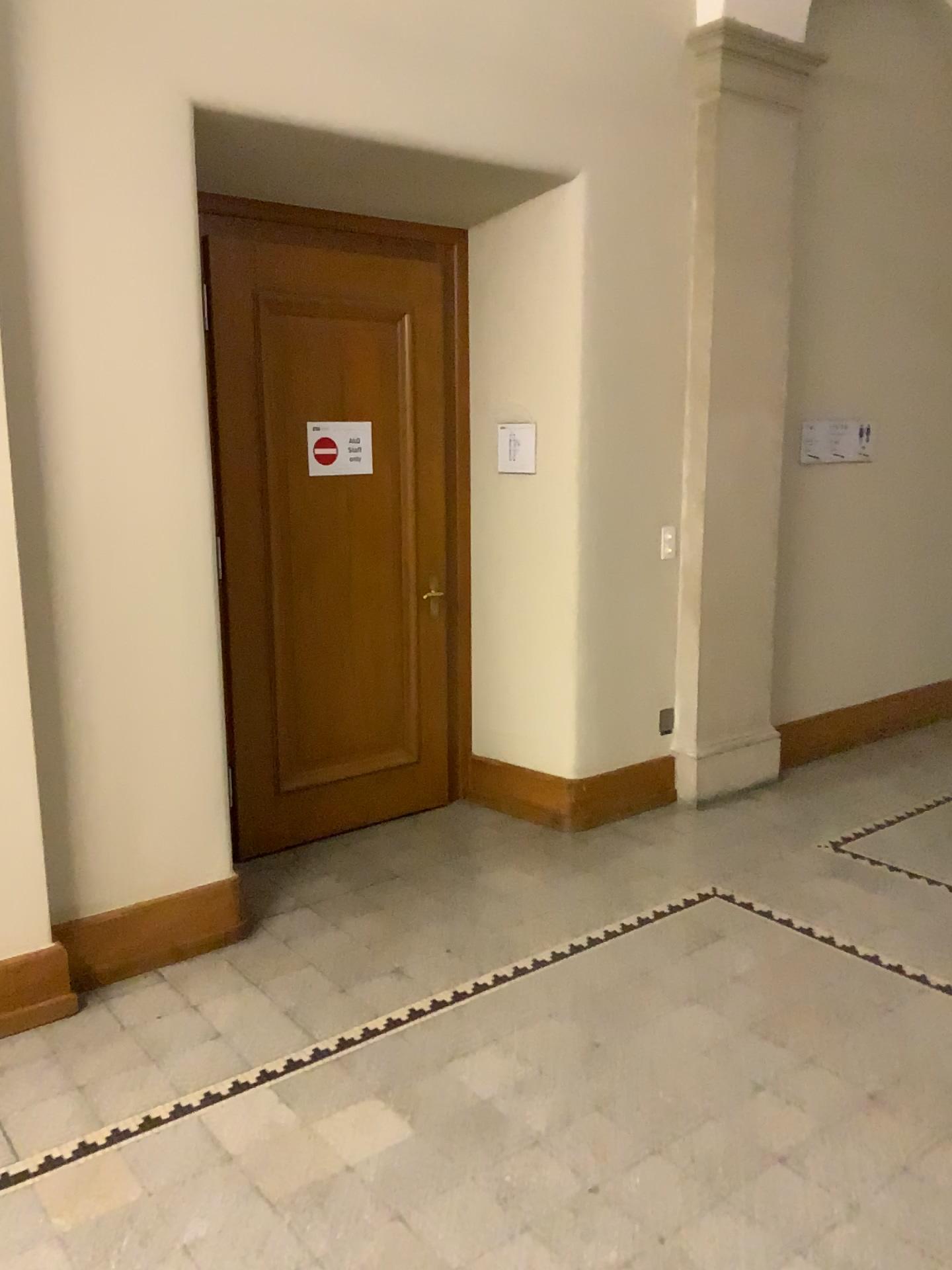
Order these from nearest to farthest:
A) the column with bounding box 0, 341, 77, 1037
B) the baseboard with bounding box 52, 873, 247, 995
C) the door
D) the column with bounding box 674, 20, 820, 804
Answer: the column with bounding box 0, 341, 77, 1037 < the baseboard with bounding box 52, 873, 247, 995 < the door < the column with bounding box 674, 20, 820, 804

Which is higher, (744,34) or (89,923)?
(744,34)

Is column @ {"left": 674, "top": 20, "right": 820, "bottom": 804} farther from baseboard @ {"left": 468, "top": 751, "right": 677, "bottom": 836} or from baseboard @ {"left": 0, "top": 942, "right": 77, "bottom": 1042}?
baseboard @ {"left": 0, "top": 942, "right": 77, "bottom": 1042}

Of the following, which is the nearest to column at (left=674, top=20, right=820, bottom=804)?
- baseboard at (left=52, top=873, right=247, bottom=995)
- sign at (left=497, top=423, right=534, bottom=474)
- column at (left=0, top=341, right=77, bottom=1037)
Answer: sign at (left=497, top=423, right=534, bottom=474)

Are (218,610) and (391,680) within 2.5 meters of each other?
yes

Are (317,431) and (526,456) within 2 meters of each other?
yes

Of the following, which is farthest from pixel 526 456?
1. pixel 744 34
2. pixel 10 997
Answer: pixel 10 997

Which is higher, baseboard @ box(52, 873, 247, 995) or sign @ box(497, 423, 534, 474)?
sign @ box(497, 423, 534, 474)

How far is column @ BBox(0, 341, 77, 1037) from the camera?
2.89m

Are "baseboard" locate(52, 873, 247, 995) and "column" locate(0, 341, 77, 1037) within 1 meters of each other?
yes
